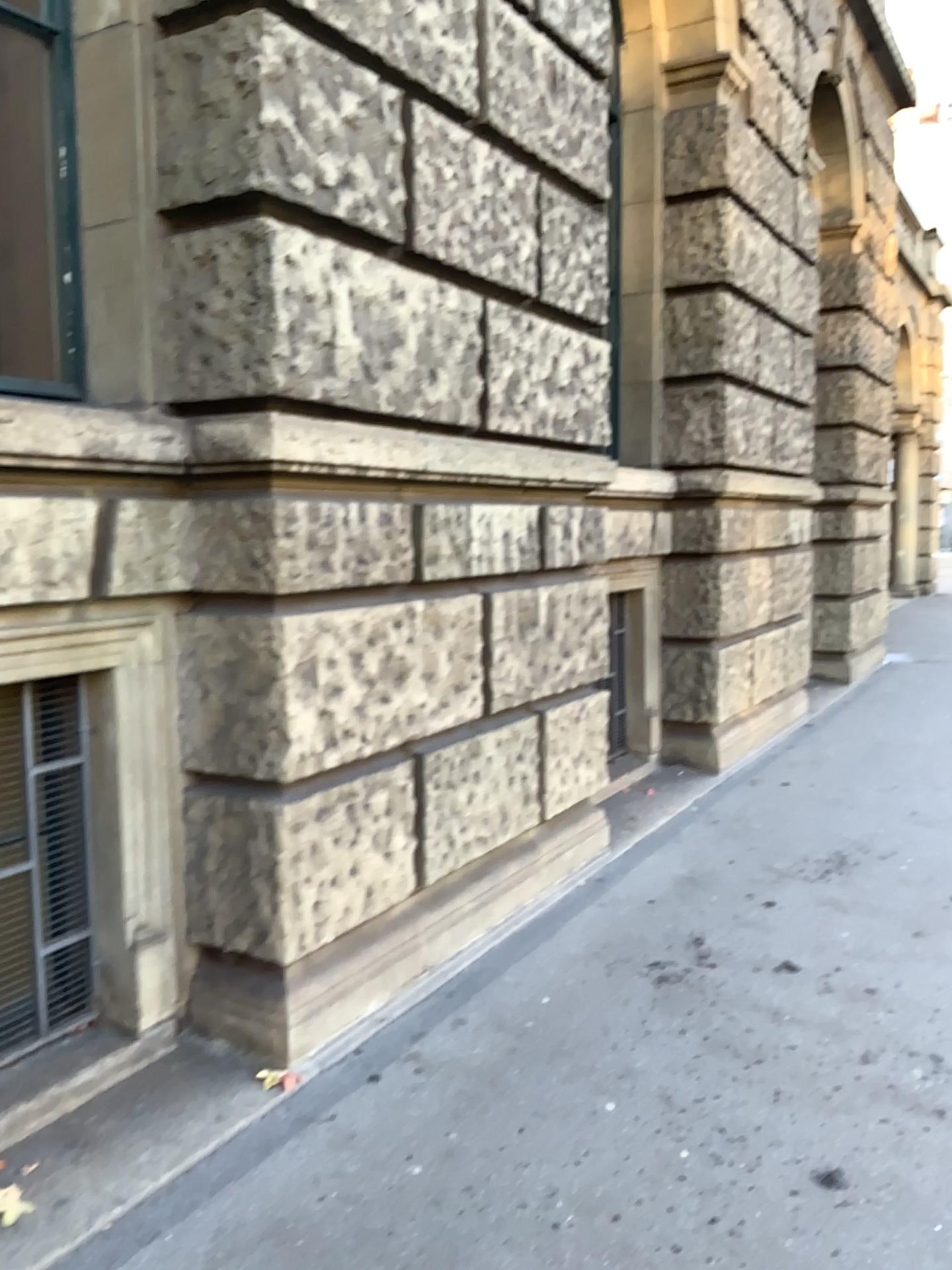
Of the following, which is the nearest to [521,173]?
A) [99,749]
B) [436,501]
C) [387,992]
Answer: [436,501]

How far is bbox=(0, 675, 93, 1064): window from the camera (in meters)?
2.68

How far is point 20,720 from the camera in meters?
2.7 m
